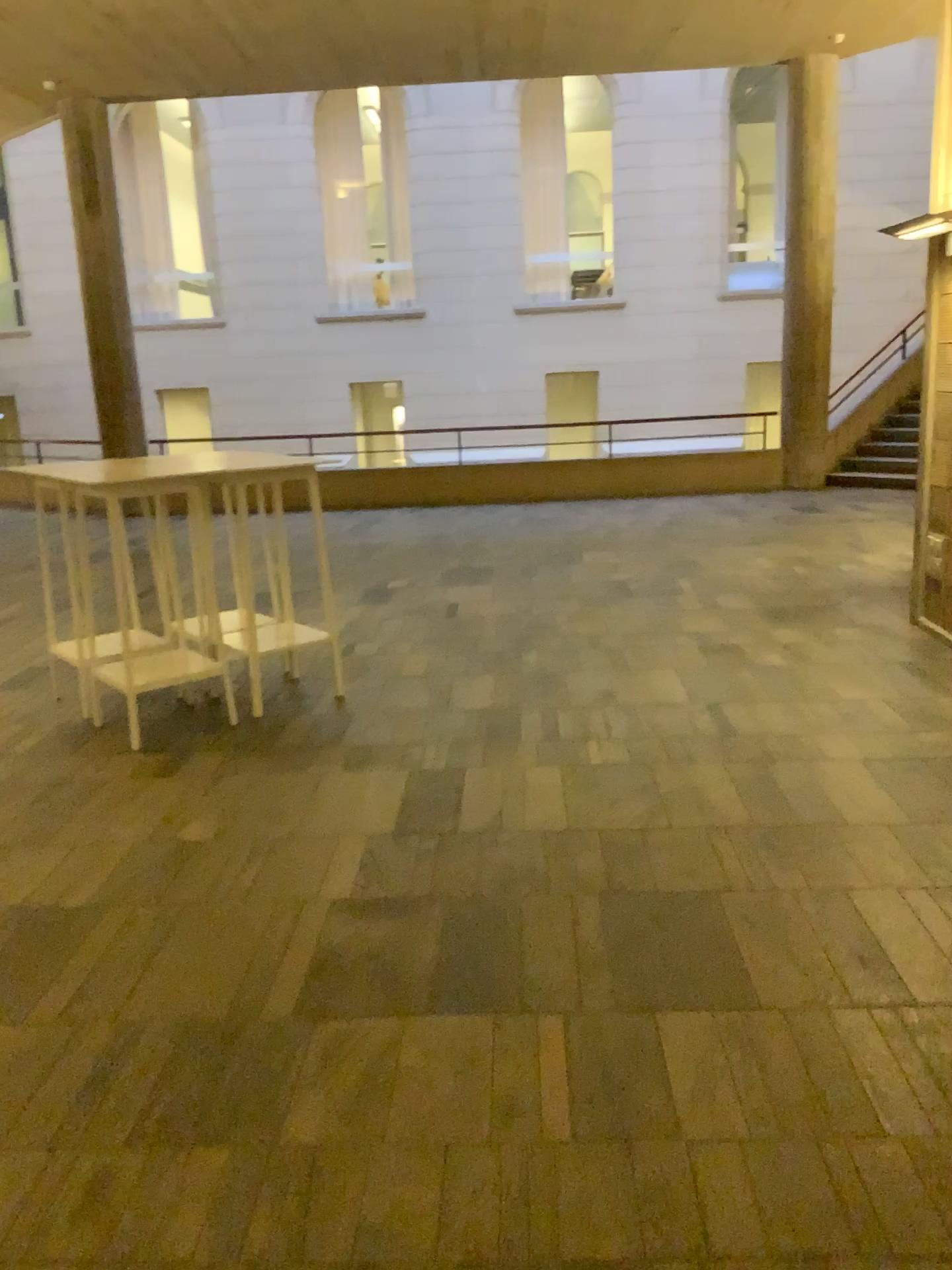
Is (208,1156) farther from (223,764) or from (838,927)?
(223,764)
